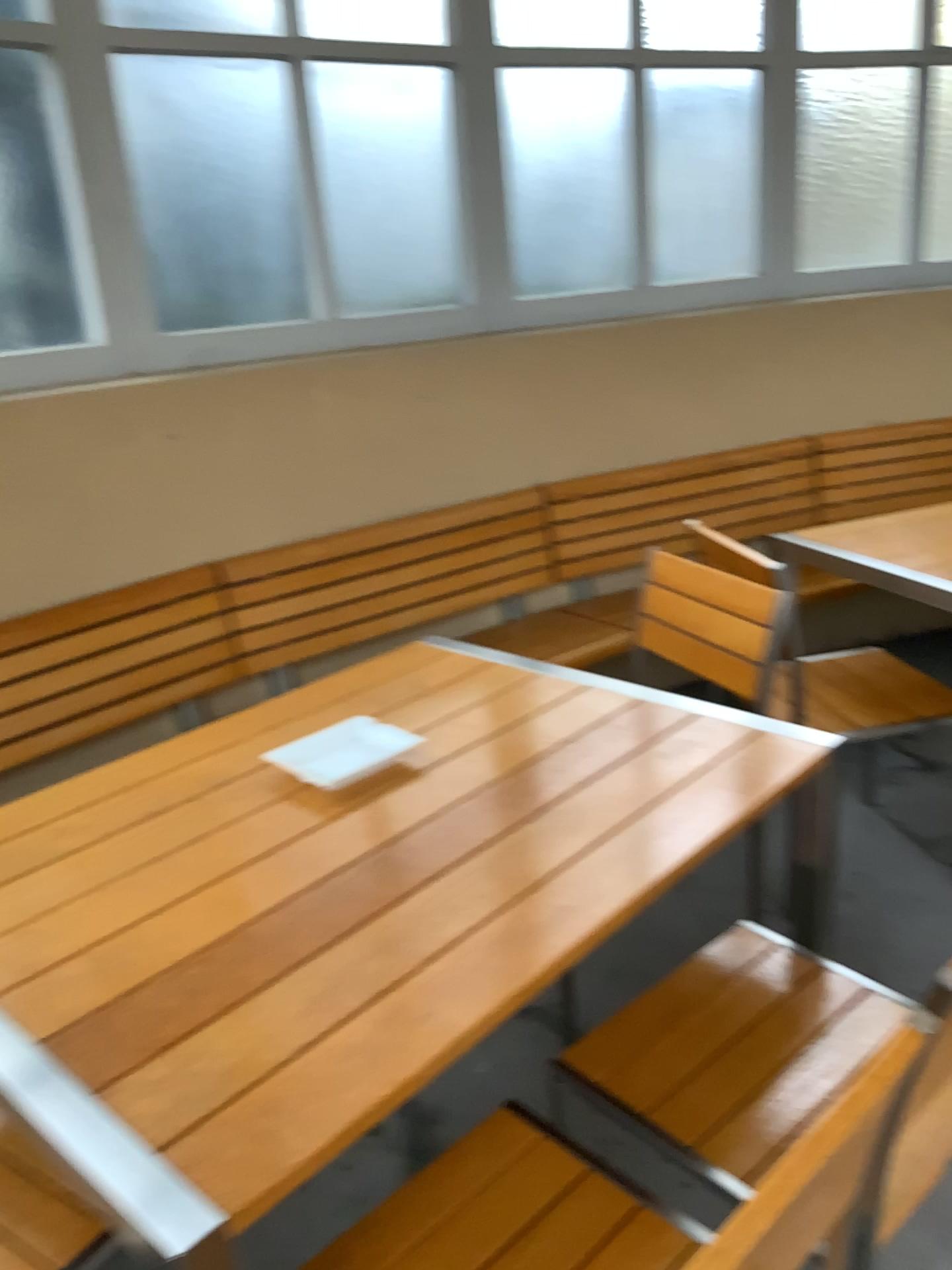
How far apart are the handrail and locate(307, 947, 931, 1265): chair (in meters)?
0.32

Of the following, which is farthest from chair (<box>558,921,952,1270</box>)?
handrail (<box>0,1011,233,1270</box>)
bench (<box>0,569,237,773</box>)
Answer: bench (<box>0,569,237,773</box>)

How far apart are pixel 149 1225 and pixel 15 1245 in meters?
0.5

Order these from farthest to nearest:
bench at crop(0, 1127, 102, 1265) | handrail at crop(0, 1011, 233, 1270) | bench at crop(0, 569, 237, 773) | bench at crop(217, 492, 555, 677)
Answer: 1. bench at crop(217, 492, 555, 677)
2. bench at crop(0, 569, 237, 773)
3. bench at crop(0, 1127, 102, 1265)
4. handrail at crop(0, 1011, 233, 1270)

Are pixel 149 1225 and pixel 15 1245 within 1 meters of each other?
yes

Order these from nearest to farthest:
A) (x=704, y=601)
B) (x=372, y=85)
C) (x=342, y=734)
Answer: (x=342, y=734), (x=704, y=601), (x=372, y=85)

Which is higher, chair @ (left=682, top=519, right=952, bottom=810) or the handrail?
the handrail

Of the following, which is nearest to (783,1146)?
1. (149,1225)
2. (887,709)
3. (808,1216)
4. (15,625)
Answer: (808,1216)

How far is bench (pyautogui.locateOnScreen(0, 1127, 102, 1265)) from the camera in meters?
1.2

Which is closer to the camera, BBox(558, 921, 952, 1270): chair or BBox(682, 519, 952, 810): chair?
BBox(558, 921, 952, 1270): chair
